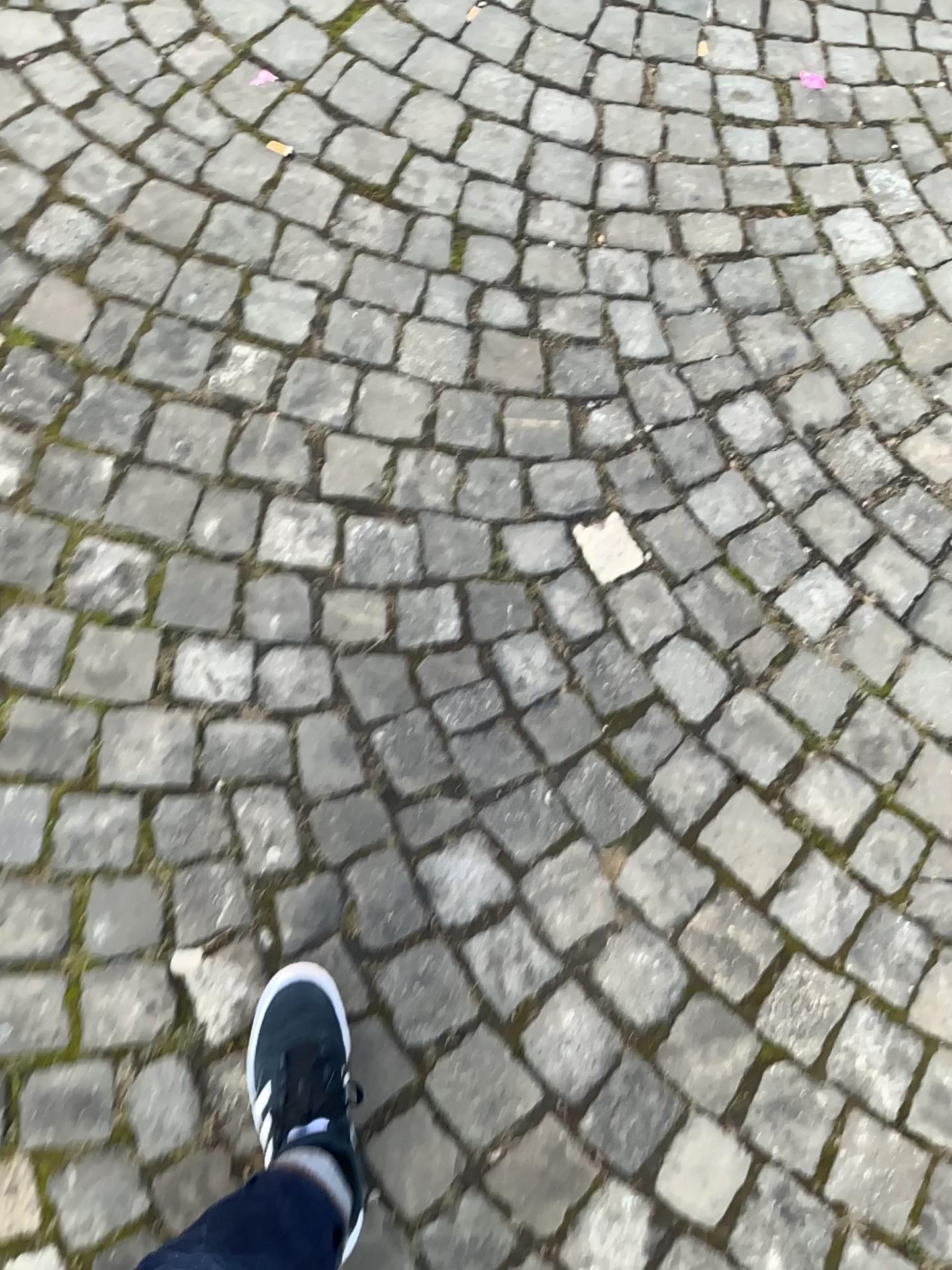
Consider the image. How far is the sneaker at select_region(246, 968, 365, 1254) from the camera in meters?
1.0 m

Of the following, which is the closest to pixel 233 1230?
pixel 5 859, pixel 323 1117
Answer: pixel 323 1117

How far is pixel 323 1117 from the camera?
1.01m

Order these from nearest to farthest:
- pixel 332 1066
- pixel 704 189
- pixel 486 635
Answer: pixel 332 1066 → pixel 486 635 → pixel 704 189

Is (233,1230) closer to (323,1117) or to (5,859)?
(323,1117)

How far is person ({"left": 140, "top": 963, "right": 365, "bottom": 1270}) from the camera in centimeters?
87cm
